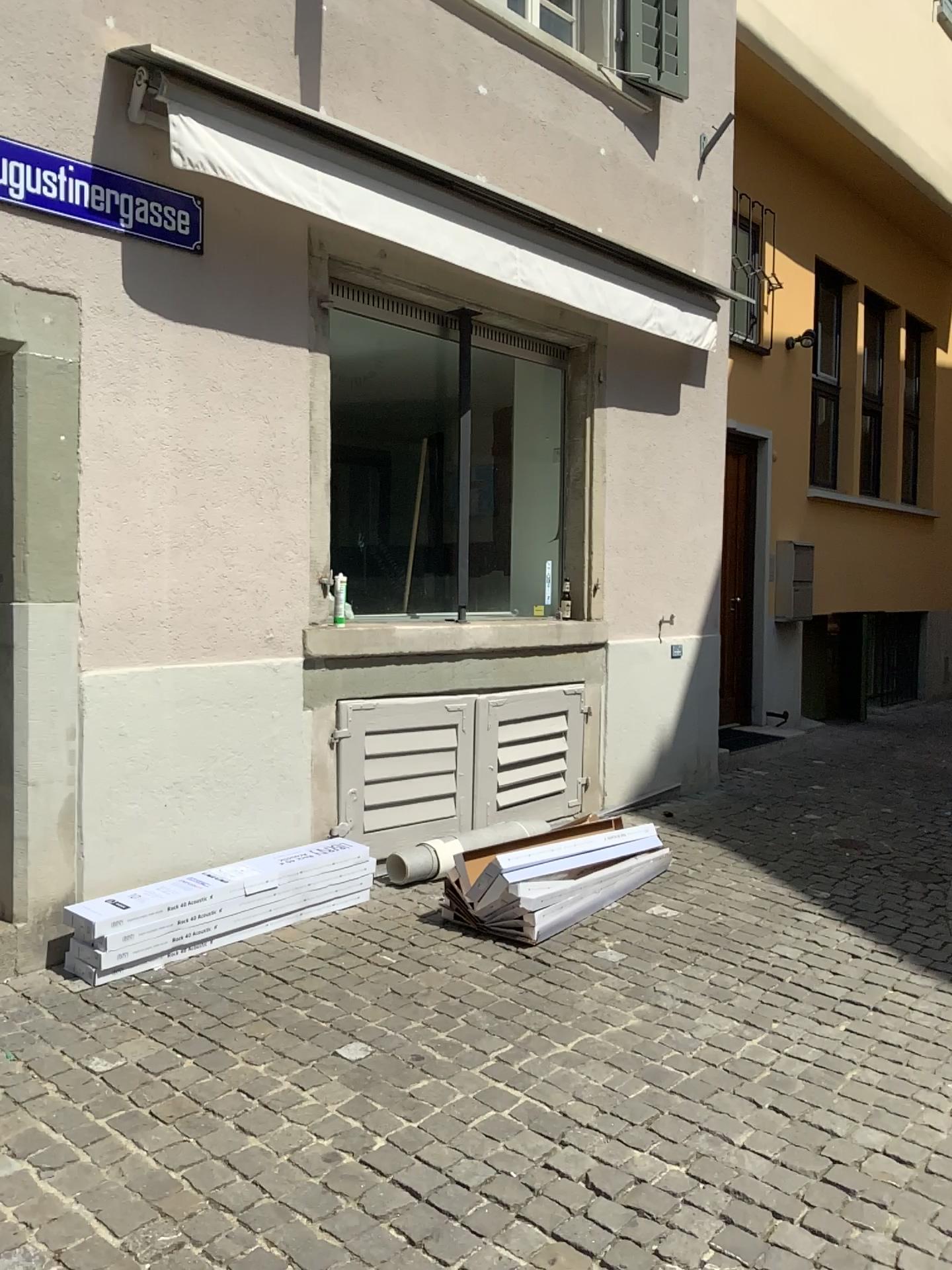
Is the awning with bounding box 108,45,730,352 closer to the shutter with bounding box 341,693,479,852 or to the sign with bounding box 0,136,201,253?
the sign with bounding box 0,136,201,253

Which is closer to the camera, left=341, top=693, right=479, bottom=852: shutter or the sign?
the sign

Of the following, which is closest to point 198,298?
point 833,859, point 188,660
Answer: point 188,660

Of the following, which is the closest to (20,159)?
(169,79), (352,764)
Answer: (169,79)

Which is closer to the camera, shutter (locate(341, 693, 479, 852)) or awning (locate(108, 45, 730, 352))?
awning (locate(108, 45, 730, 352))

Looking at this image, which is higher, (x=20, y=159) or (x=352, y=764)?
(x=20, y=159)

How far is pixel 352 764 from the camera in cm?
467

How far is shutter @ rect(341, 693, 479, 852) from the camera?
4.7 meters

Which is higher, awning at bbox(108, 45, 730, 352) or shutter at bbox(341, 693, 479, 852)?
awning at bbox(108, 45, 730, 352)

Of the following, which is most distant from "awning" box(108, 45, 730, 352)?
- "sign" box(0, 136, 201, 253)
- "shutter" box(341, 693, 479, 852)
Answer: "shutter" box(341, 693, 479, 852)
